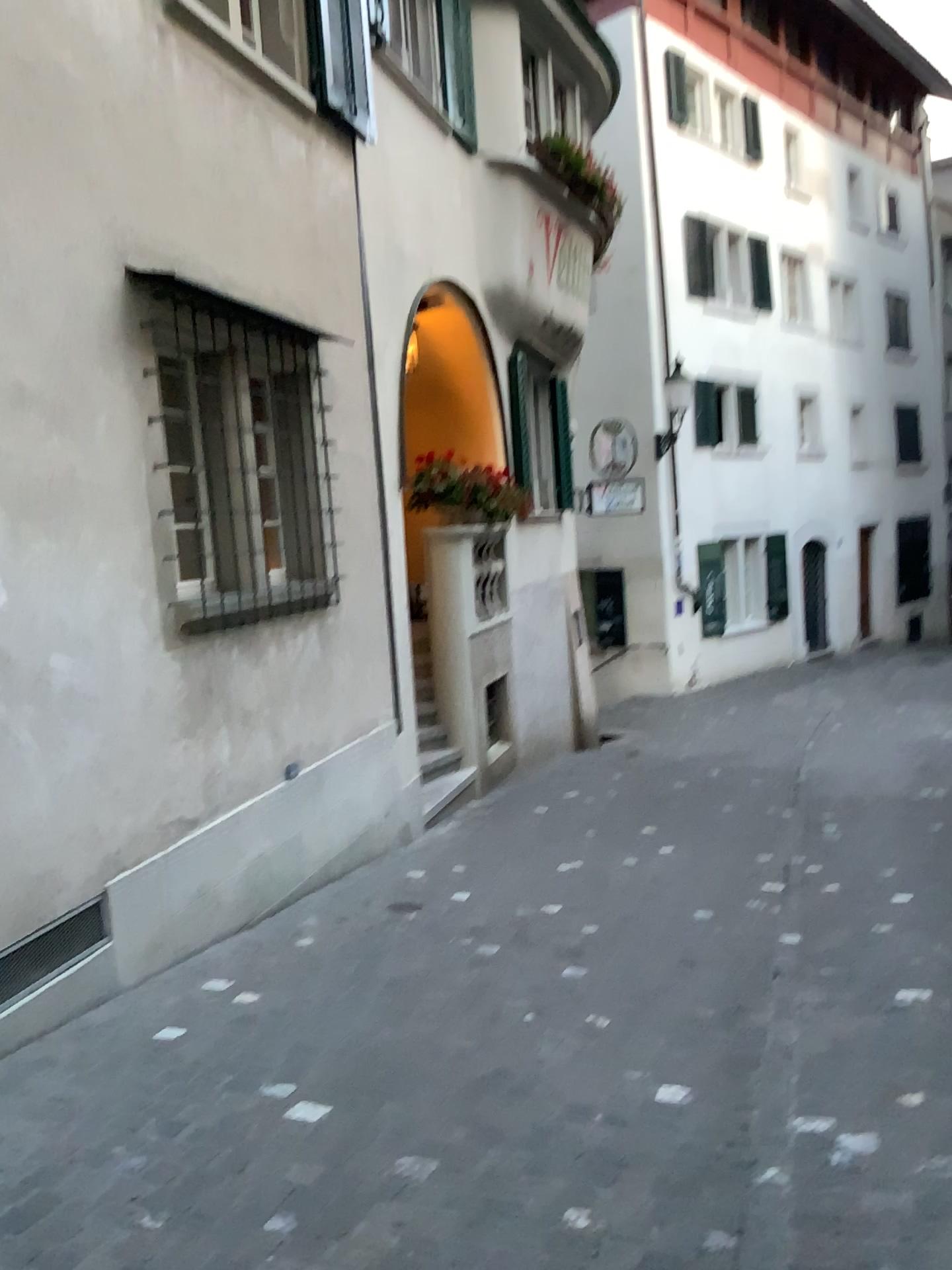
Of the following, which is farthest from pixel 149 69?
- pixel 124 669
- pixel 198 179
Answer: pixel 124 669
